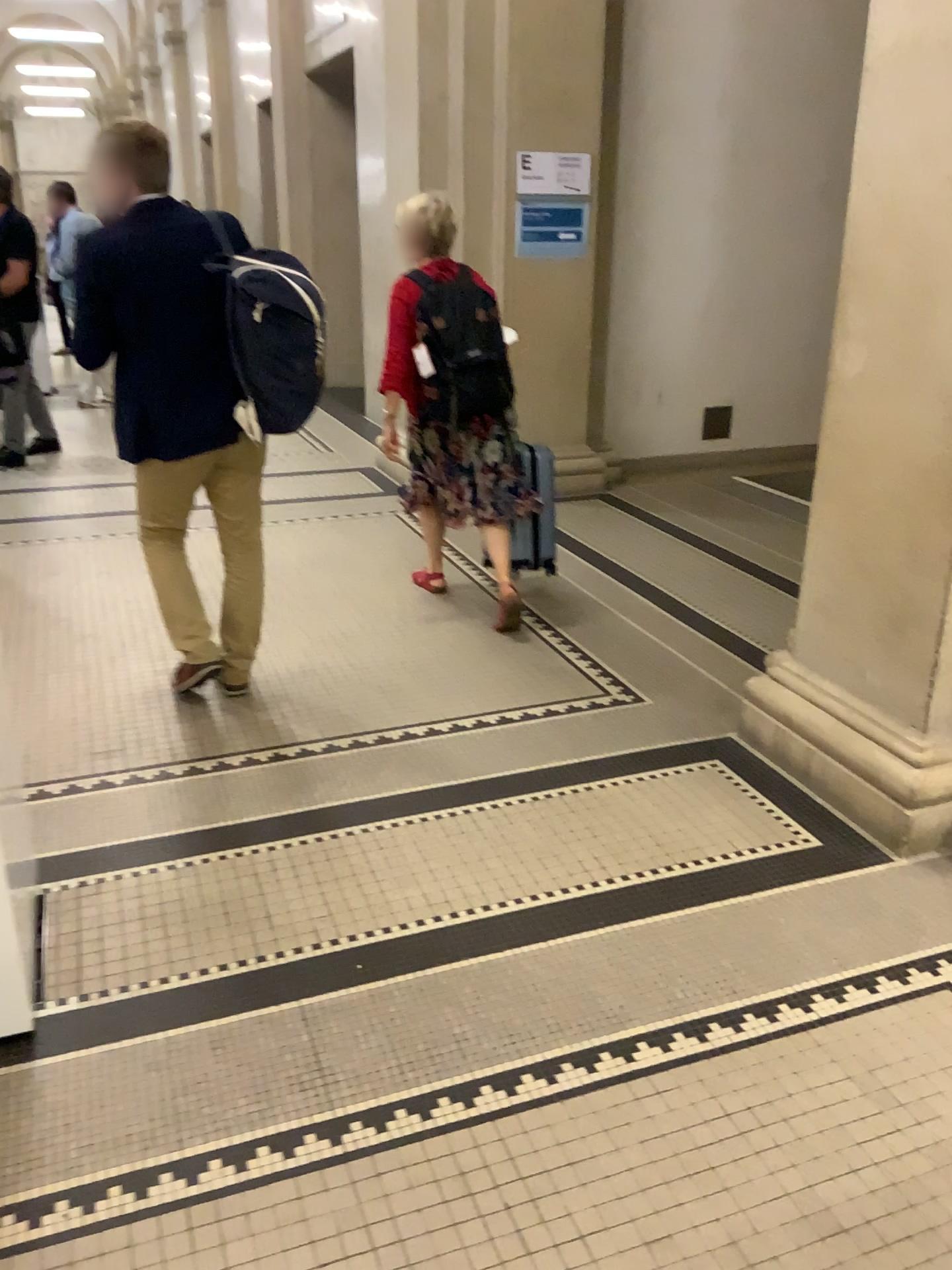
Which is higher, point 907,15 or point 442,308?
point 907,15

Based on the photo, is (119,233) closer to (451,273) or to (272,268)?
(272,268)

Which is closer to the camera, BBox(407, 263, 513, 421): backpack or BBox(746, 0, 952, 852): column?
BBox(746, 0, 952, 852): column

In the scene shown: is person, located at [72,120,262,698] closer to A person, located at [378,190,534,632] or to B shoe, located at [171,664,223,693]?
B shoe, located at [171,664,223,693]

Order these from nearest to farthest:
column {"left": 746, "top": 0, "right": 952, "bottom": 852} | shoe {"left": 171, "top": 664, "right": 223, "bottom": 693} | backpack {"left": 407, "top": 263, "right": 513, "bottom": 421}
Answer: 1. column {"left": 746, "top": 0, "right": 952, "bottom": 852}
2. shoe {"left": 171, "top": 664, "right": 223, "bottom": 693}
3. backpack {"left": 407, "top": 263, "right": 513, "bottom": 421}

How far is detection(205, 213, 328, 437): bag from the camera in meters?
2.9 m

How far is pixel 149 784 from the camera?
2.96m

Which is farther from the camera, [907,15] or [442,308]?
[442,308]

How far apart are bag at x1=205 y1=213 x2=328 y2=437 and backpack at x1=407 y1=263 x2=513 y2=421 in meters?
0.8

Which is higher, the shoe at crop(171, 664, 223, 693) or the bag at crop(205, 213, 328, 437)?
the bag at crop(205, 213, 328, 437)
